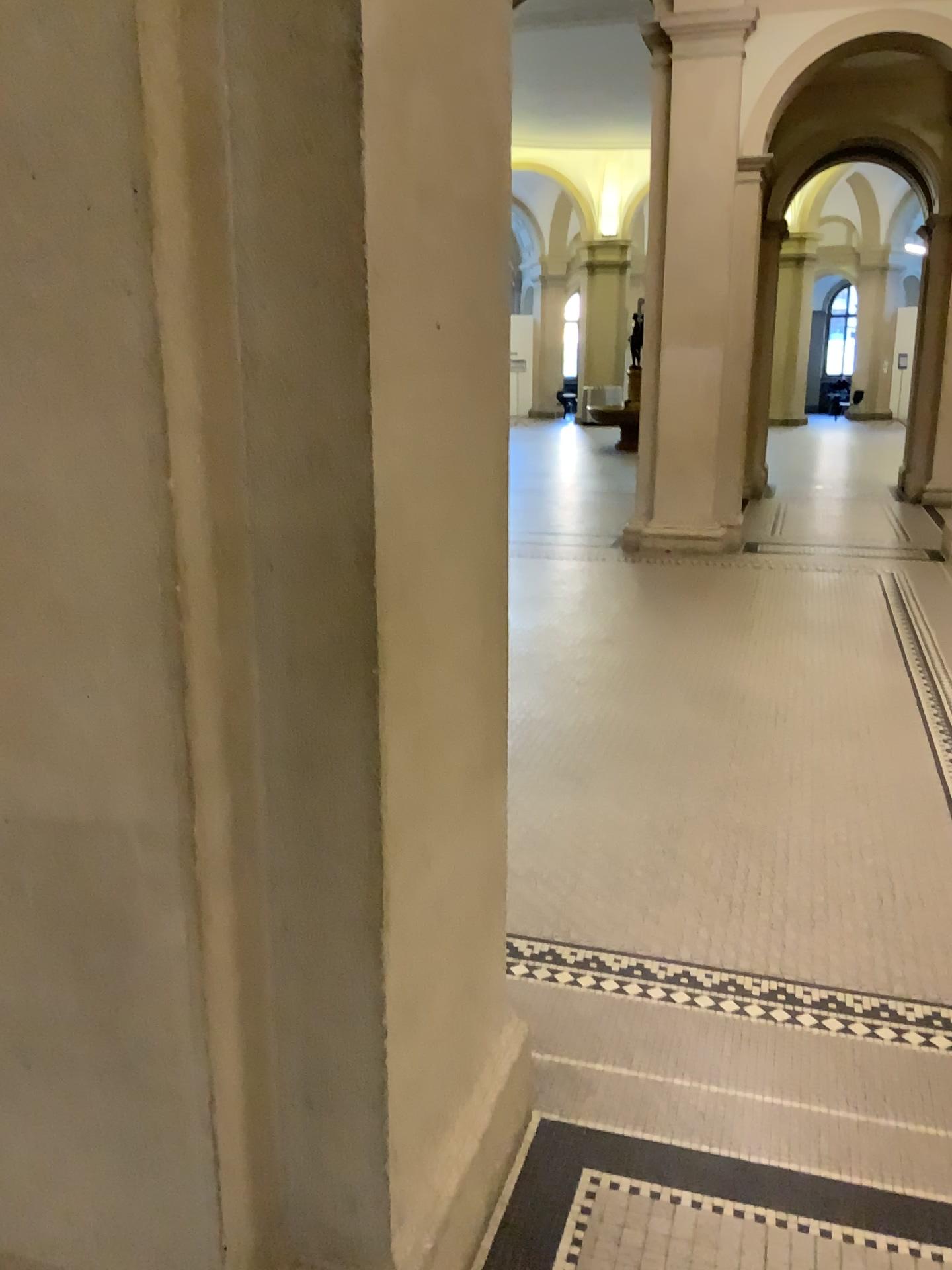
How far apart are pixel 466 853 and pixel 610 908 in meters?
1.4
